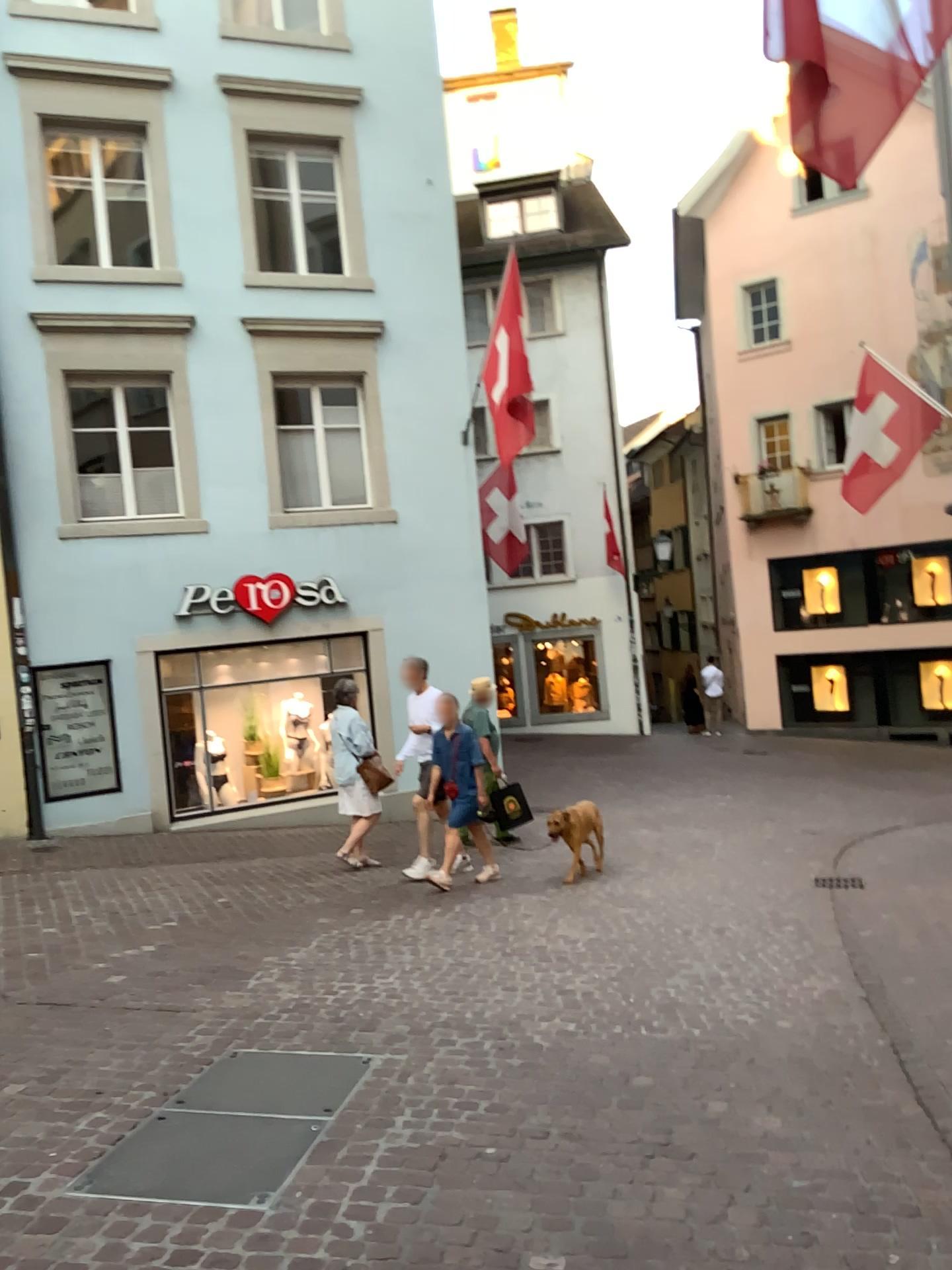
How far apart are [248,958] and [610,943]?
1.94m
